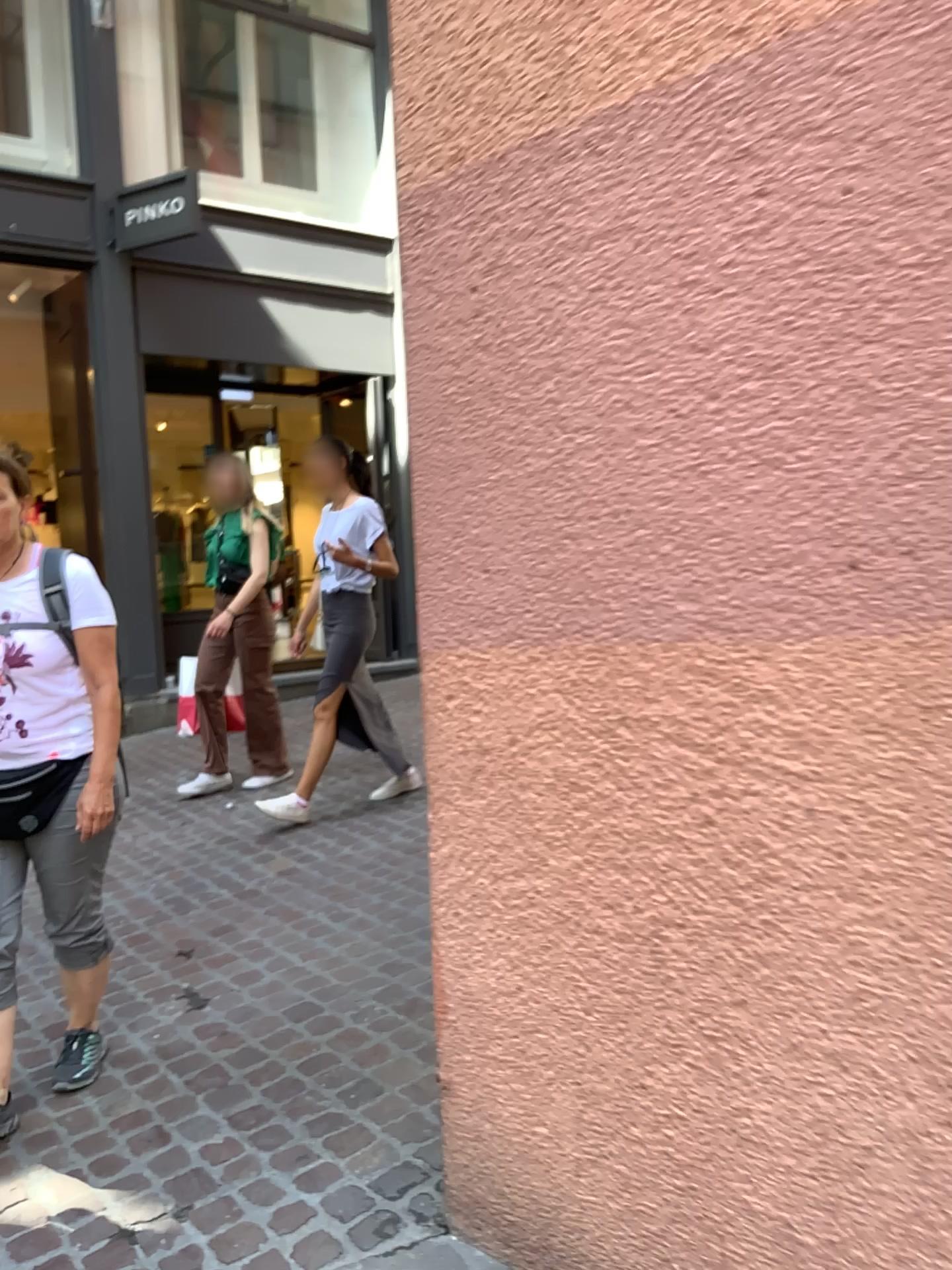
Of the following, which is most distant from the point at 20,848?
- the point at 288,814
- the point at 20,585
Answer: the point at 288,814

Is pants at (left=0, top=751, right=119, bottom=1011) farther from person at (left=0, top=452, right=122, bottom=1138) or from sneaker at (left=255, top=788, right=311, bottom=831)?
sneaker at (left=255, top=788, right=311, bottom=831)

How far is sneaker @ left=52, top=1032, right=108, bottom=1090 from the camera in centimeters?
256cm

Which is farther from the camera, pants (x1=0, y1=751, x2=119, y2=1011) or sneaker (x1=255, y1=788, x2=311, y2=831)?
sneaker (x1=255, y1=788, x2=311, y2=831)

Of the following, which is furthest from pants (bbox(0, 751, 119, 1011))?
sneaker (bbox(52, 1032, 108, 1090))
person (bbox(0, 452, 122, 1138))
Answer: sneaker (bbox(52, 1032, 108, 1090))

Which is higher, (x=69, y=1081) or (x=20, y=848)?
(x=20, y=848)

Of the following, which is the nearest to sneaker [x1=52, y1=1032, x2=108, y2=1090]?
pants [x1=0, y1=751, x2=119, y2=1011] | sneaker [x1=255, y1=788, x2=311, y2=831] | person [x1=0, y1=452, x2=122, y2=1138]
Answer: person [x1=0, y1=452, x2=122, y2=1138]

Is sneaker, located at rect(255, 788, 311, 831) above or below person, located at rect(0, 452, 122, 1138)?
Answer: below

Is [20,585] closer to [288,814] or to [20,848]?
[20,848]

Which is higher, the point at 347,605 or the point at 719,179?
the point at 719,179
